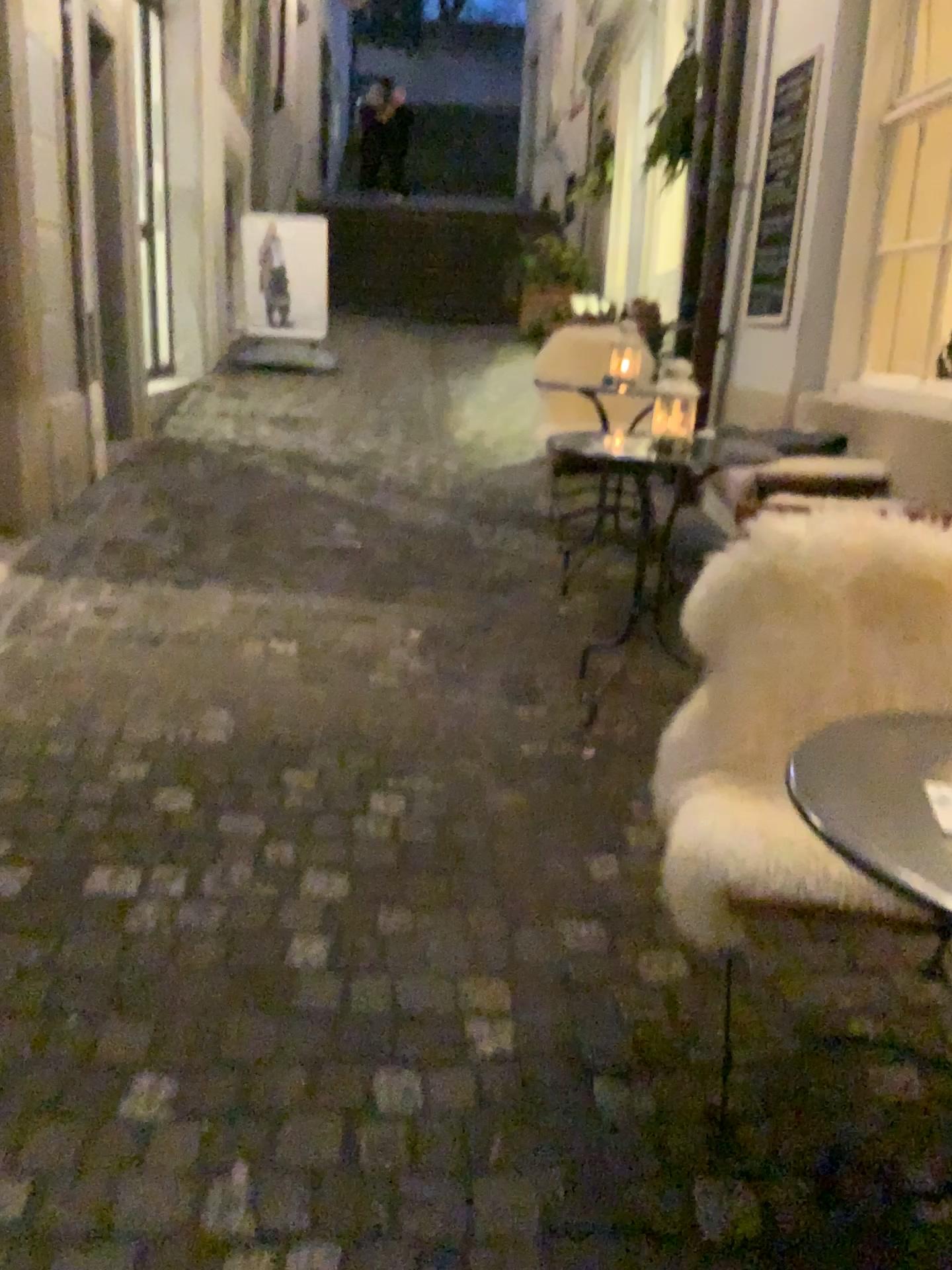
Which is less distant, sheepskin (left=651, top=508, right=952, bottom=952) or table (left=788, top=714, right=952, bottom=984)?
table (left=788, top=714, right=952, bottom=984)

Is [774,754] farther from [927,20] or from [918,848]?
[927,20]

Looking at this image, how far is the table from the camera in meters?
1.0 m

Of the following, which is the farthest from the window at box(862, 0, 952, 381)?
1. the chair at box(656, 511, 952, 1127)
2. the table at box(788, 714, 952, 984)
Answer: the table at box(788, 714, 952, 984)

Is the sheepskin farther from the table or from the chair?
the table

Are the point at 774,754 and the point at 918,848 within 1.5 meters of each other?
yes

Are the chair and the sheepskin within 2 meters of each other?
yes

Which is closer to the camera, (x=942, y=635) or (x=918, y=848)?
(x=918, y=848)

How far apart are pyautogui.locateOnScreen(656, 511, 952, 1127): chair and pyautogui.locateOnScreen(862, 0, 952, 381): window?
2.4m

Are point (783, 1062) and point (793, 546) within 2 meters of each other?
yes
